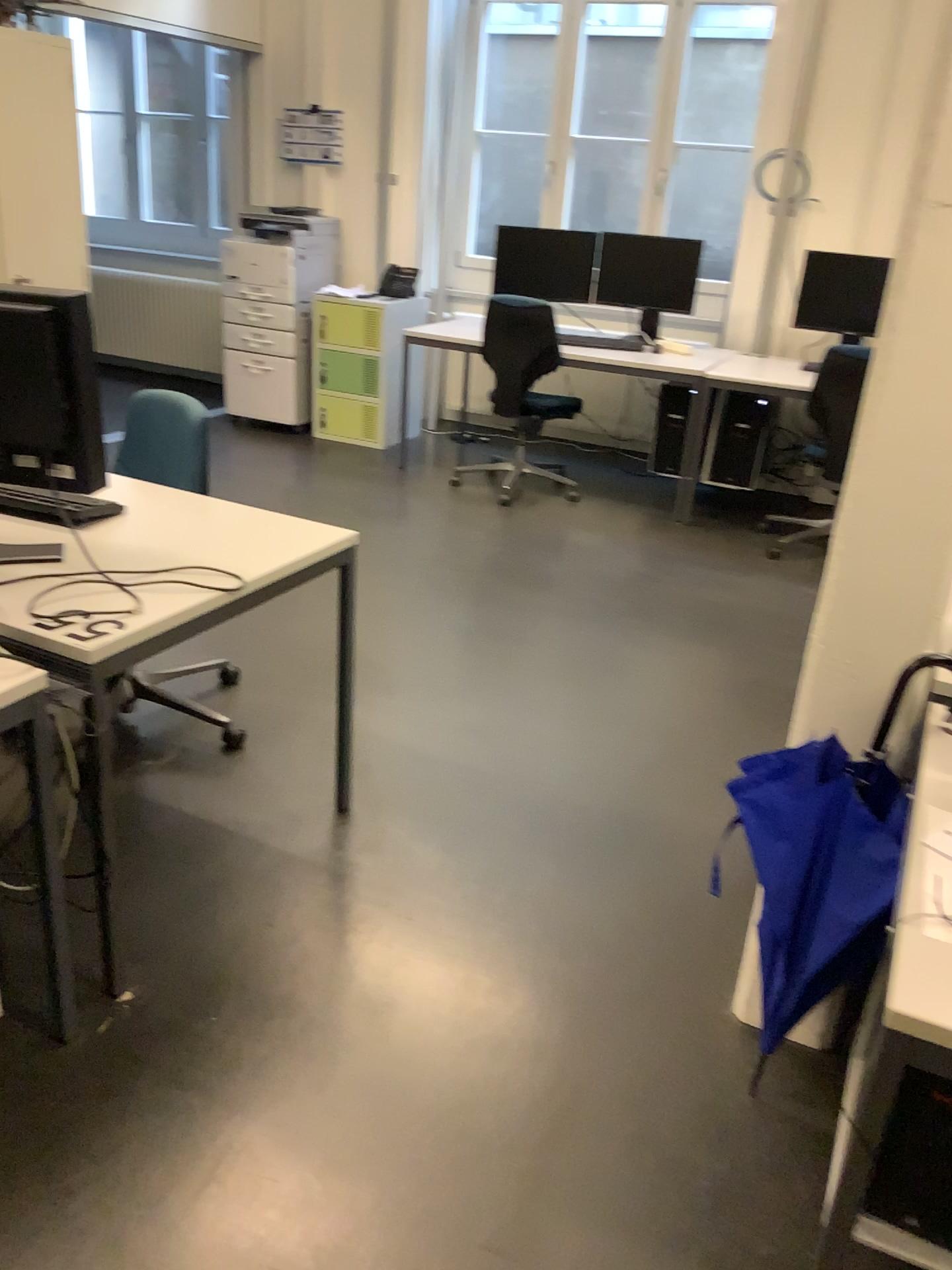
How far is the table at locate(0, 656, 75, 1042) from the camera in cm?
166

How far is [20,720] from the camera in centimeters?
166cm

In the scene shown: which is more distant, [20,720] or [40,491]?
[40,491]

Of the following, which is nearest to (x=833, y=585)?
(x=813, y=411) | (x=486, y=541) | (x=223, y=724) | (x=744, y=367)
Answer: (x=223, y=724)

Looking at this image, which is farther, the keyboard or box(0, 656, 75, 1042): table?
the keyboard
